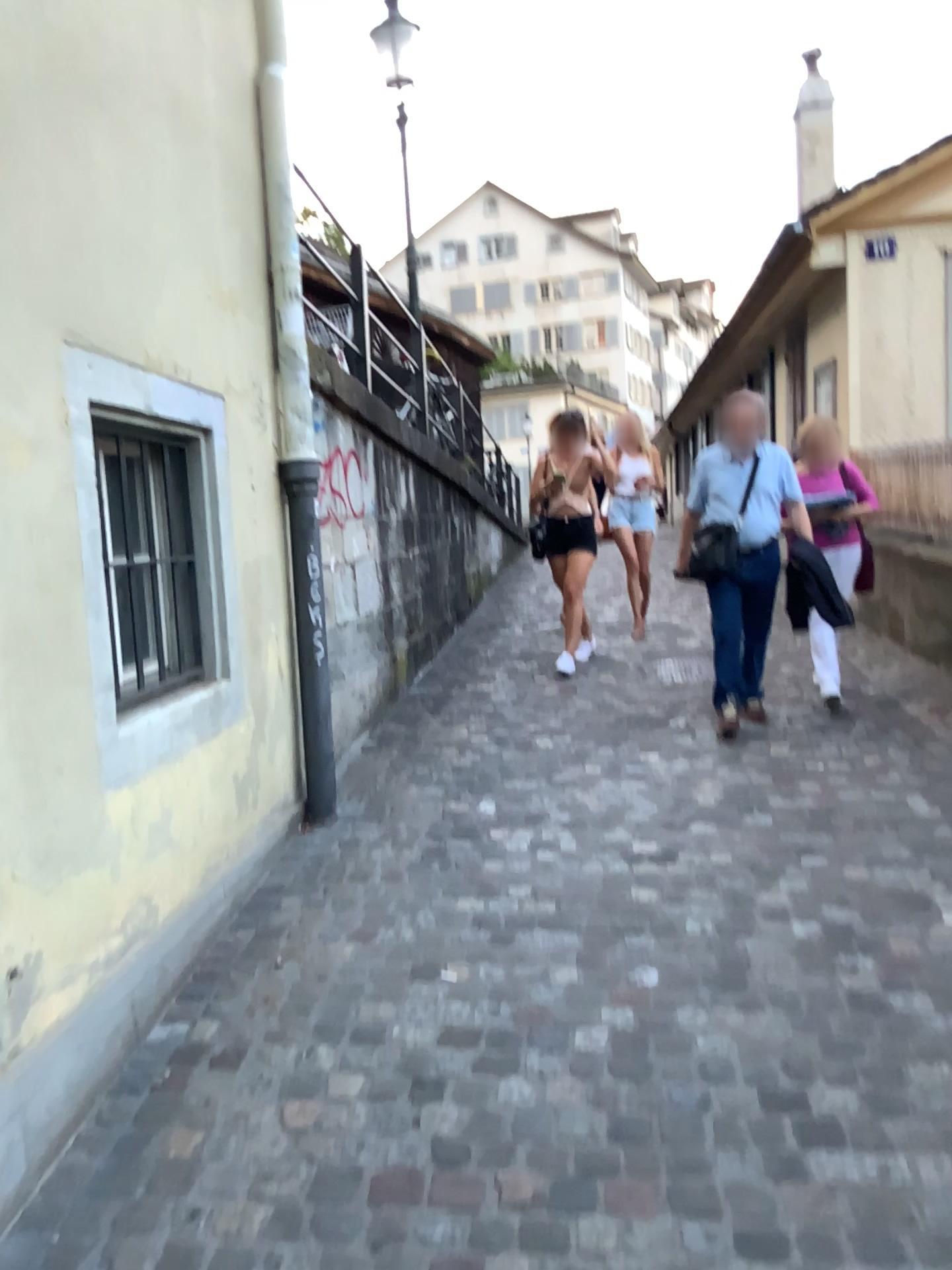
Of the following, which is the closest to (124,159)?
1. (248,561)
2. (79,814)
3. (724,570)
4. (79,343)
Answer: (79,343)
